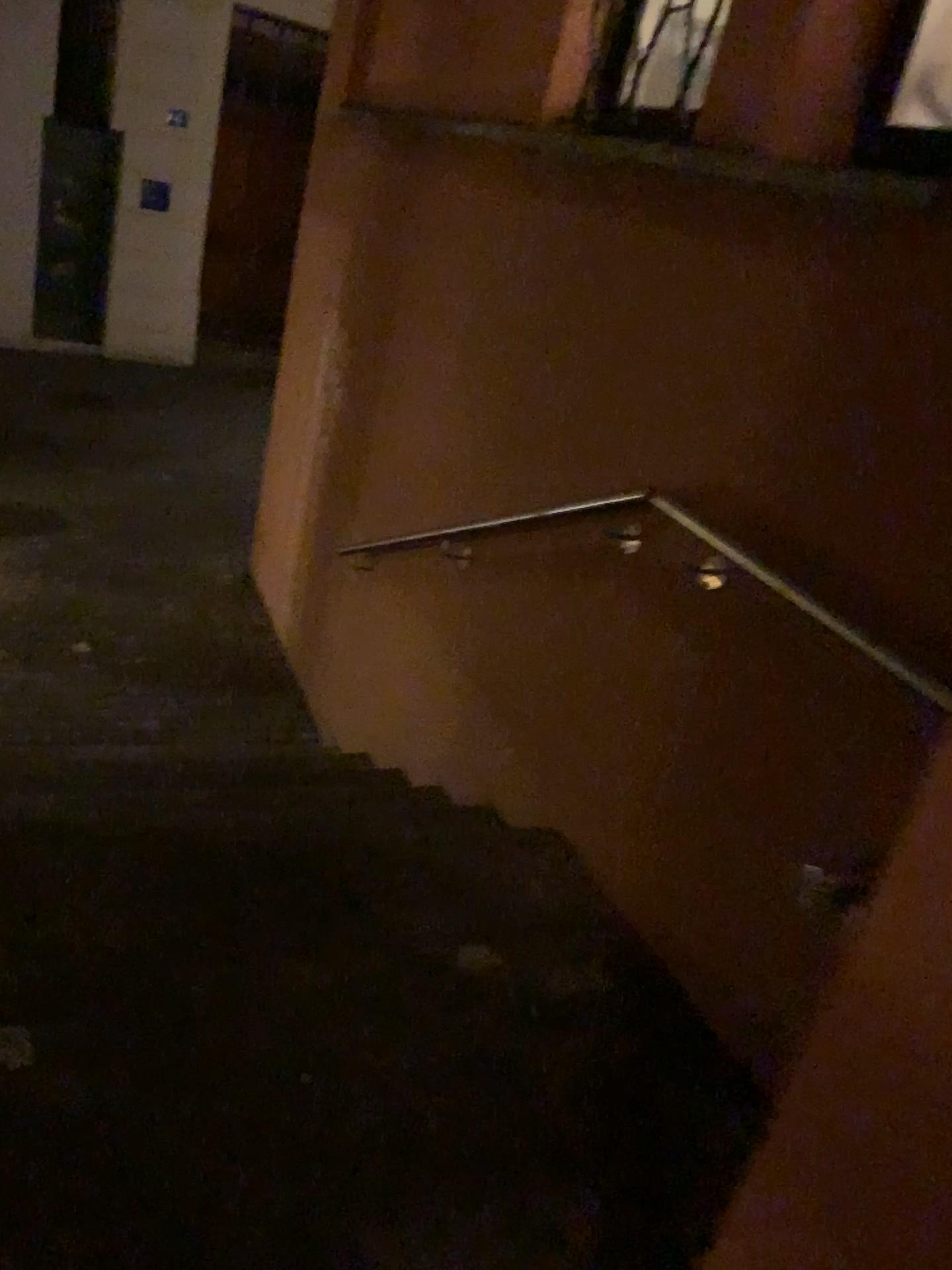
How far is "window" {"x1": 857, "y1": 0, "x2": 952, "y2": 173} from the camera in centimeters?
220cm

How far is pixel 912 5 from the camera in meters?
2.2

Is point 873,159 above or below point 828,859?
above
